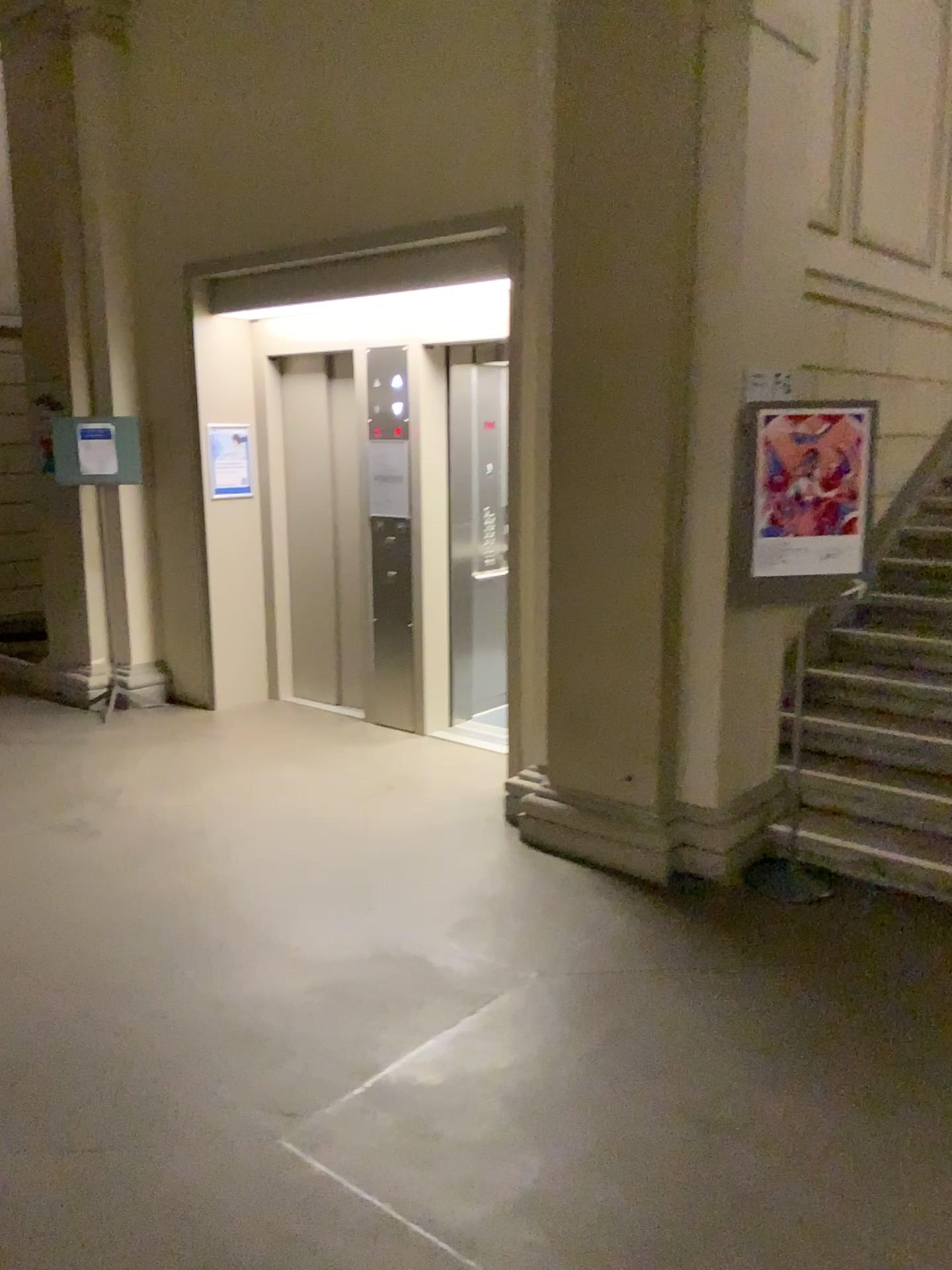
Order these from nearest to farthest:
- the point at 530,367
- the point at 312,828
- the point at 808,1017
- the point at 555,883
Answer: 1. the point at 808,1017
2. the point at 555,883
3. the point at 530,367
4. the point at 312,828

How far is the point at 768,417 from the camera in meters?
3.8 m

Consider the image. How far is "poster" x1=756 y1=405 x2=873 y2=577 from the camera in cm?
376

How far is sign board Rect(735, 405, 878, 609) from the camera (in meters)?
3.76

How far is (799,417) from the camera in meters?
3.8 m
